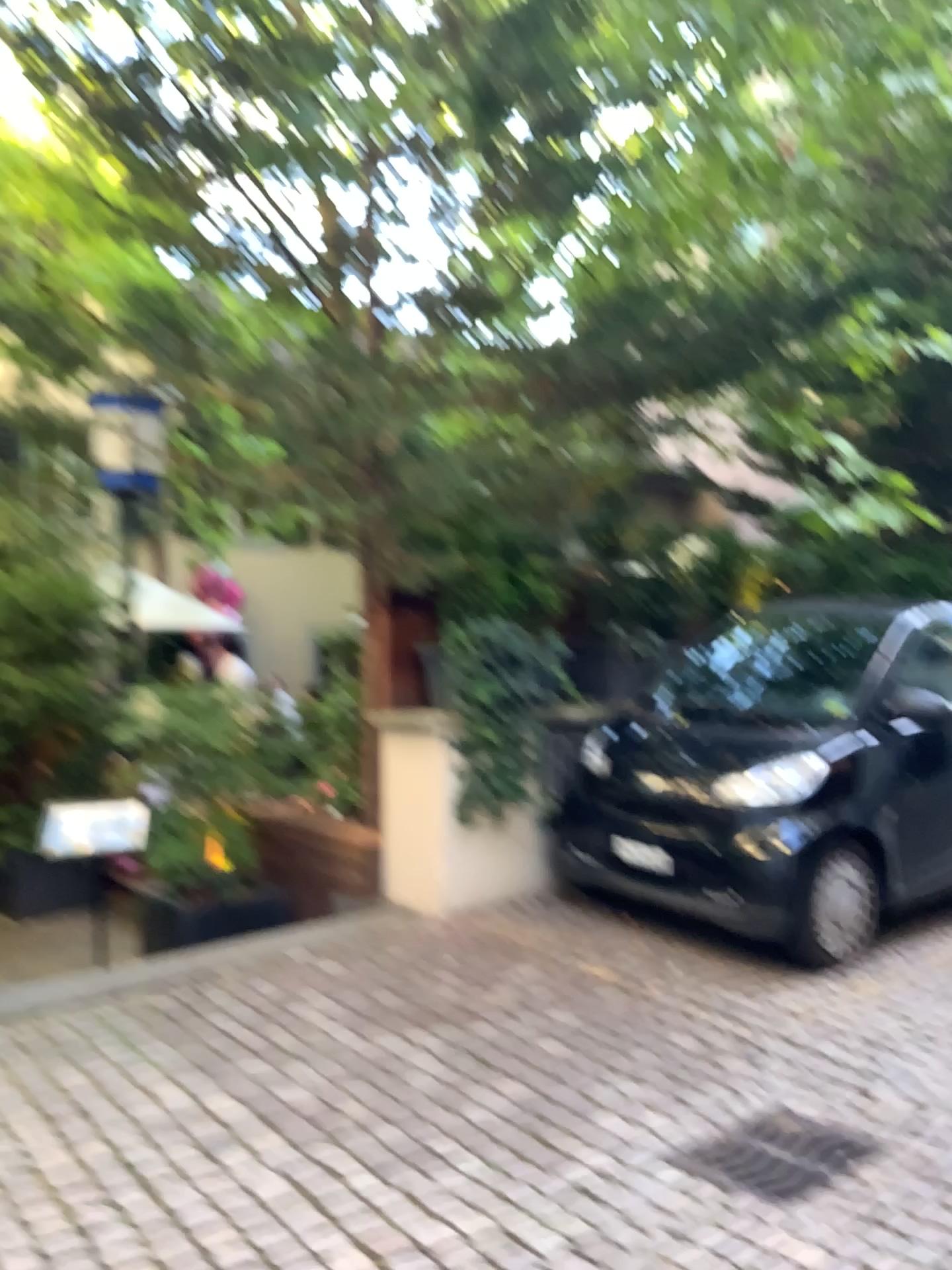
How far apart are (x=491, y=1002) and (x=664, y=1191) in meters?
1.3 m

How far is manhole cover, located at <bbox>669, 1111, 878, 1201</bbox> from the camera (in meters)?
2.77

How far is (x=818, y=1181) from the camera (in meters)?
2.77
